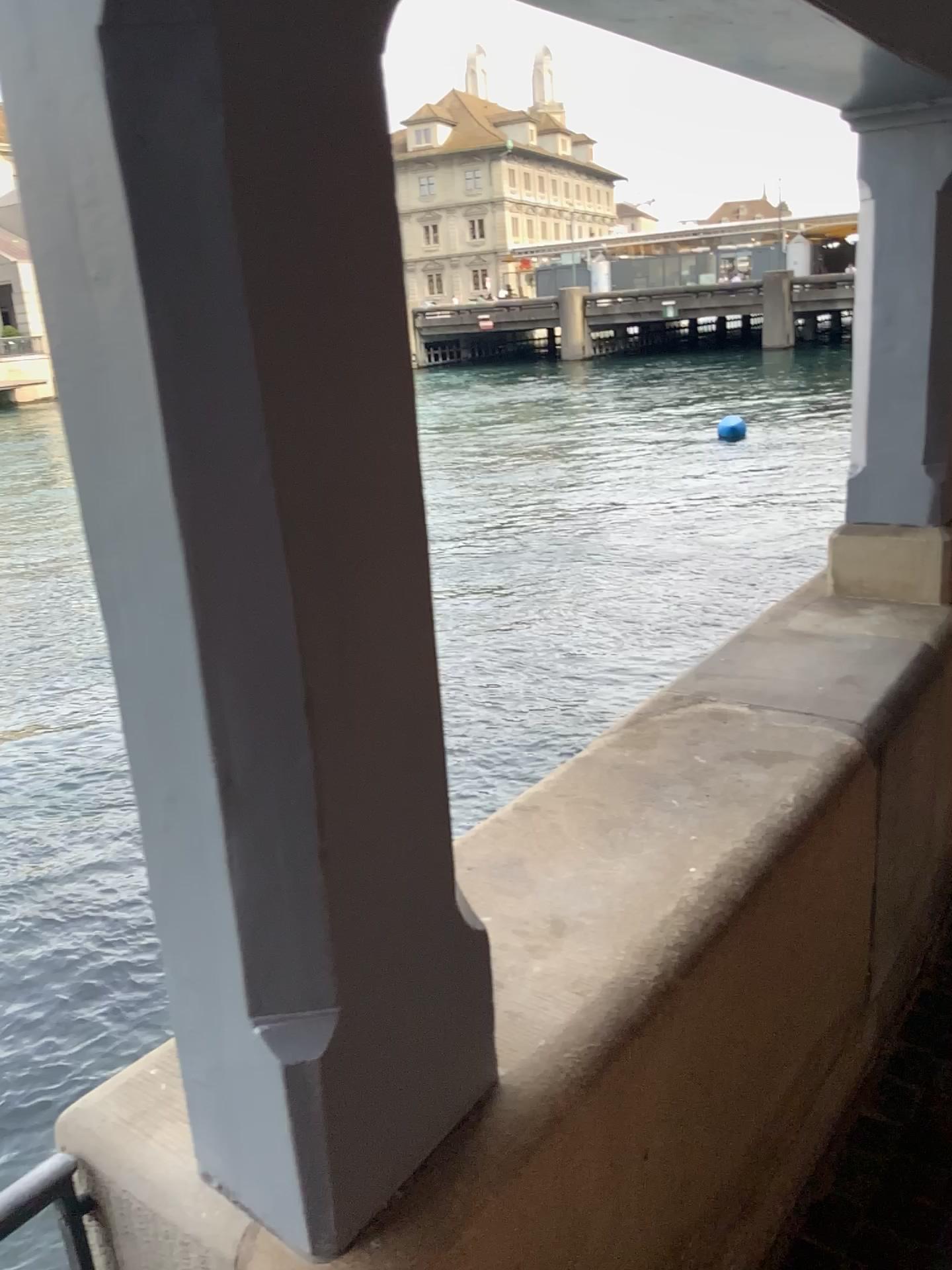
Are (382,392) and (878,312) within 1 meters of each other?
no

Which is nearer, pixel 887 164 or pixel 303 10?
pixel 303 10

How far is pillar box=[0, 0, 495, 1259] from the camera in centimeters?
69cm

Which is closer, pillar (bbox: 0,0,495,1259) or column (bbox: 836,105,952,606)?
pillar (bbox: 0,0,495,1259)

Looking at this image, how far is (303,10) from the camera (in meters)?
0.69
